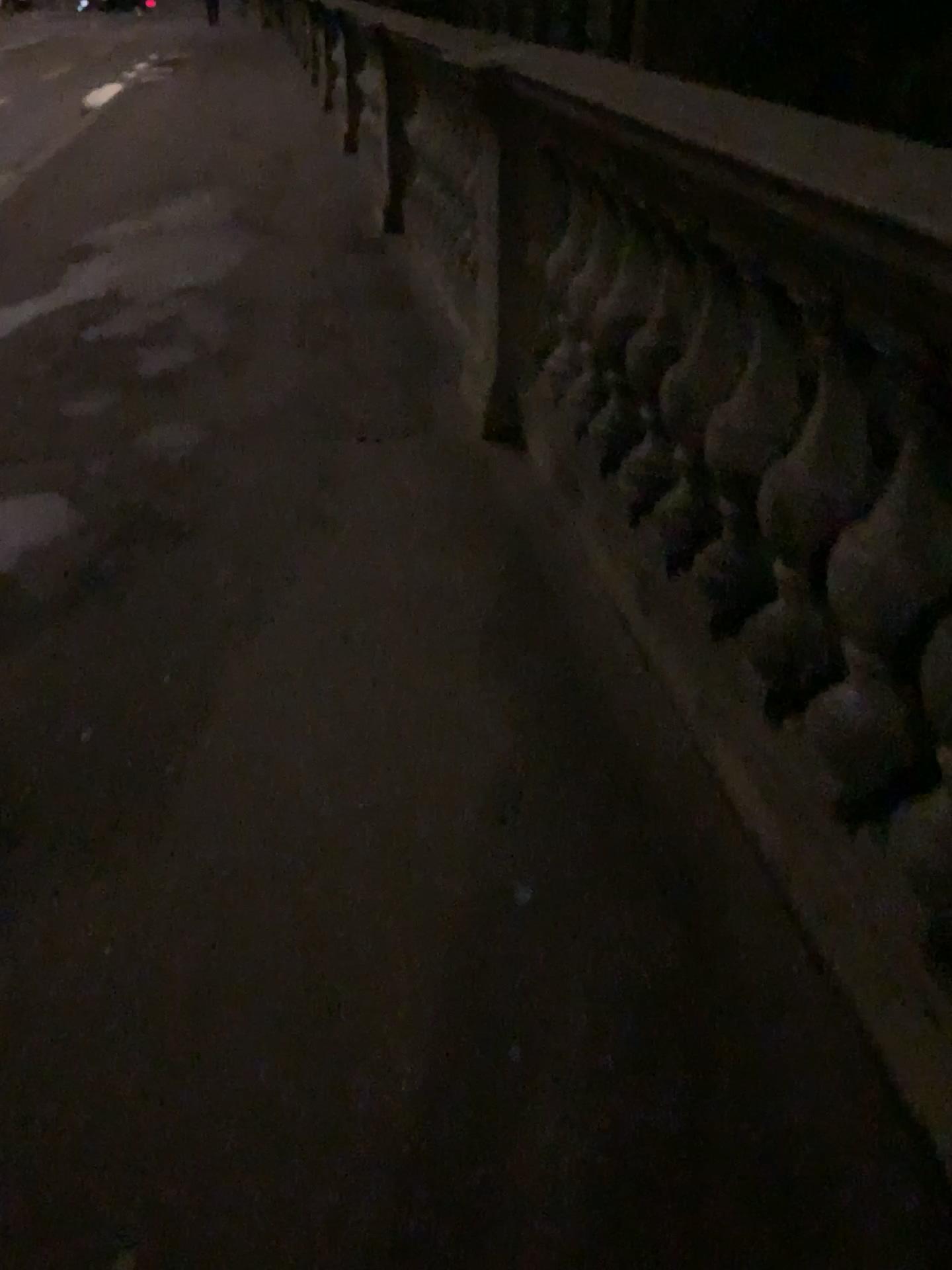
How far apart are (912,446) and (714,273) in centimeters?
80cm

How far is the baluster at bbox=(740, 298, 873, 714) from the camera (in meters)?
1.63

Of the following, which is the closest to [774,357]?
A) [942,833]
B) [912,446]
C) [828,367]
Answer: [828,367]

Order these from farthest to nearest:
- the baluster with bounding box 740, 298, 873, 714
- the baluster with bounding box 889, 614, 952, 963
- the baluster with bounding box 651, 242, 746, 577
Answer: the baluster with bounding box 651, 242, 746, 577
the baluster with bounding box 740, 298, 873, 714
the baluster with bounding box 889, 614, 952, 963

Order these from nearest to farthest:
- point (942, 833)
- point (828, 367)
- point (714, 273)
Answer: point (942, 833) < point (828, 367) < point (714, 273)

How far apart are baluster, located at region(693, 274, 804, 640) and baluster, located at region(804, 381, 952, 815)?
0.26m

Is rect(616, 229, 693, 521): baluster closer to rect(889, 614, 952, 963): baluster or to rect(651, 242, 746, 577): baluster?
rect(651, 242, 746, 577): baluster

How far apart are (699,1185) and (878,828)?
0.5 meters

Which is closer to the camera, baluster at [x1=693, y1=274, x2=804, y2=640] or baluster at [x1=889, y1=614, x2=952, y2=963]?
baluster at [x1=889, y1=614, x2=952, y2=963]

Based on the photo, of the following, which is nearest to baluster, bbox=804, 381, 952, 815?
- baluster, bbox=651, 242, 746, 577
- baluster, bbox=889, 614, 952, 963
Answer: baluster, bbox=889, 614, 952, 963
